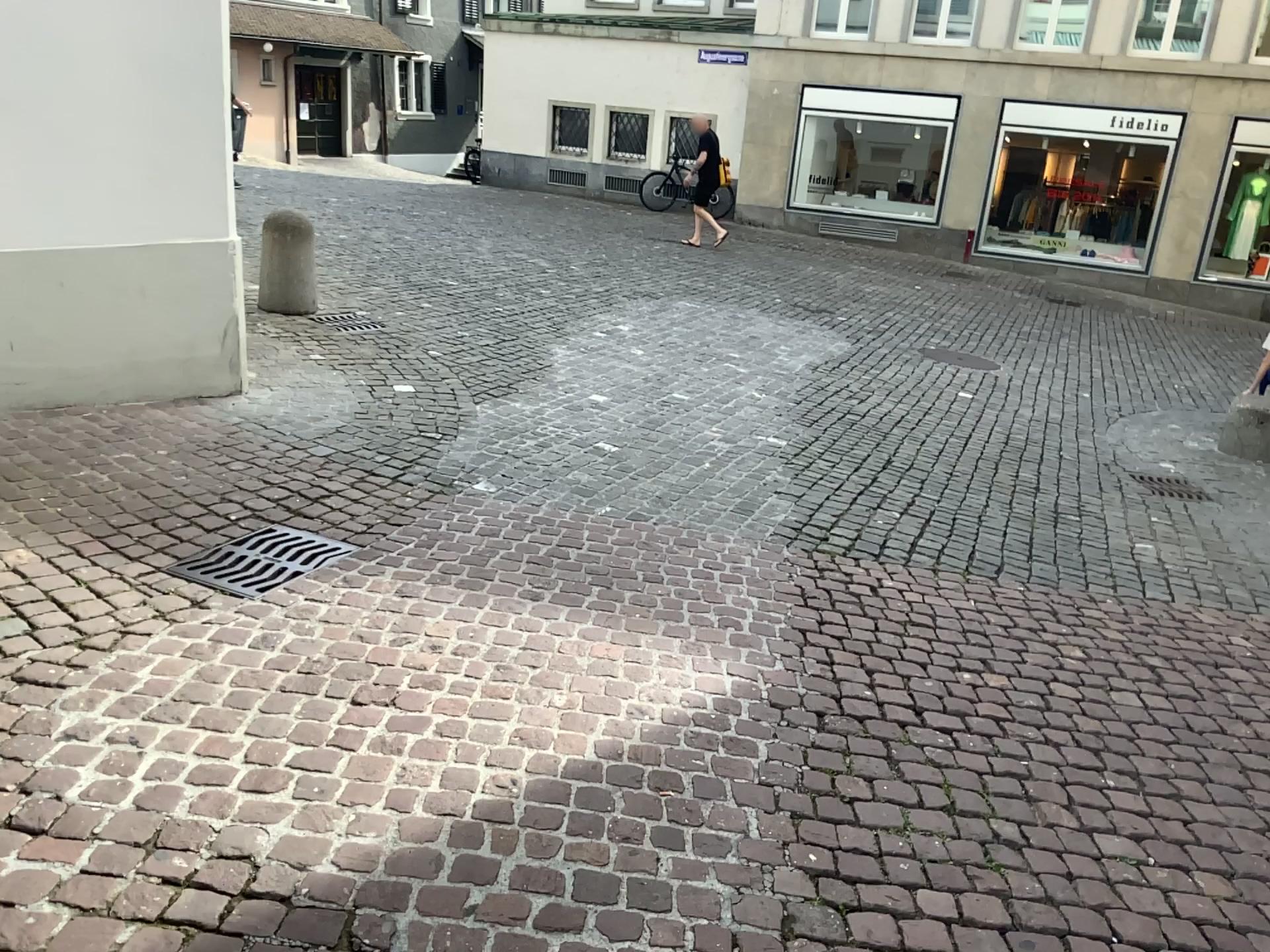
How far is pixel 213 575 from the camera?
3.3m

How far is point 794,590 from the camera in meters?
3.8 m

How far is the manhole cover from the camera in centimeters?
329cm

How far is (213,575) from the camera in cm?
329

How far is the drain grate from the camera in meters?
3.3 m
